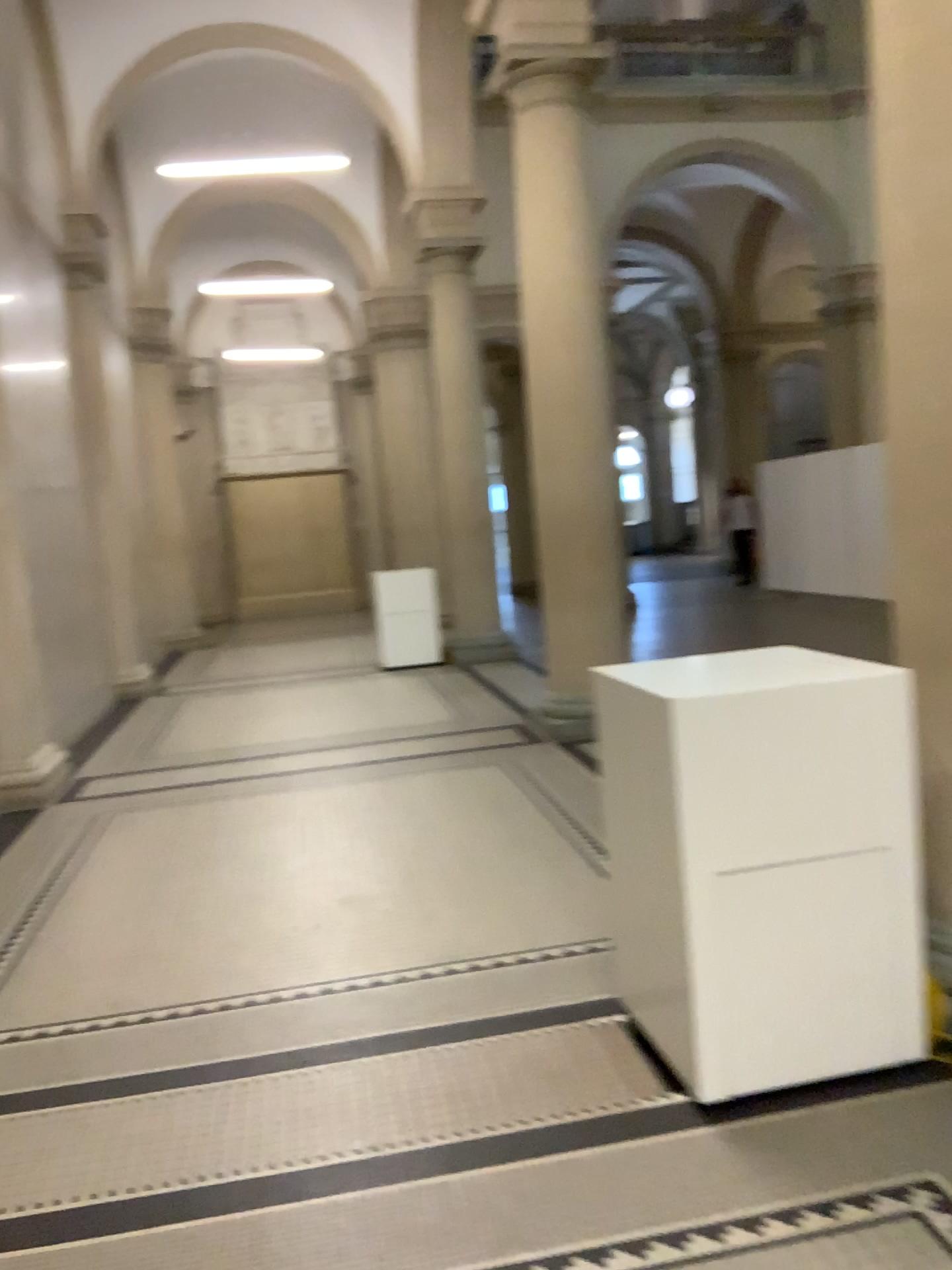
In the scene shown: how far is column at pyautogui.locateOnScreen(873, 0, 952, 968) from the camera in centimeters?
260cm

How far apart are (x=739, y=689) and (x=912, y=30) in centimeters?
167cm

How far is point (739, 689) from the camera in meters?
2.5

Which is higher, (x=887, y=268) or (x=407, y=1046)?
(x=887, y=268)

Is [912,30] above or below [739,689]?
above

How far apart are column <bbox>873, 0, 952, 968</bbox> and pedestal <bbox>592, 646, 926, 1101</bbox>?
0.4 meters

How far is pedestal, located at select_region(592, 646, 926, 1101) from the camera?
2.46m
